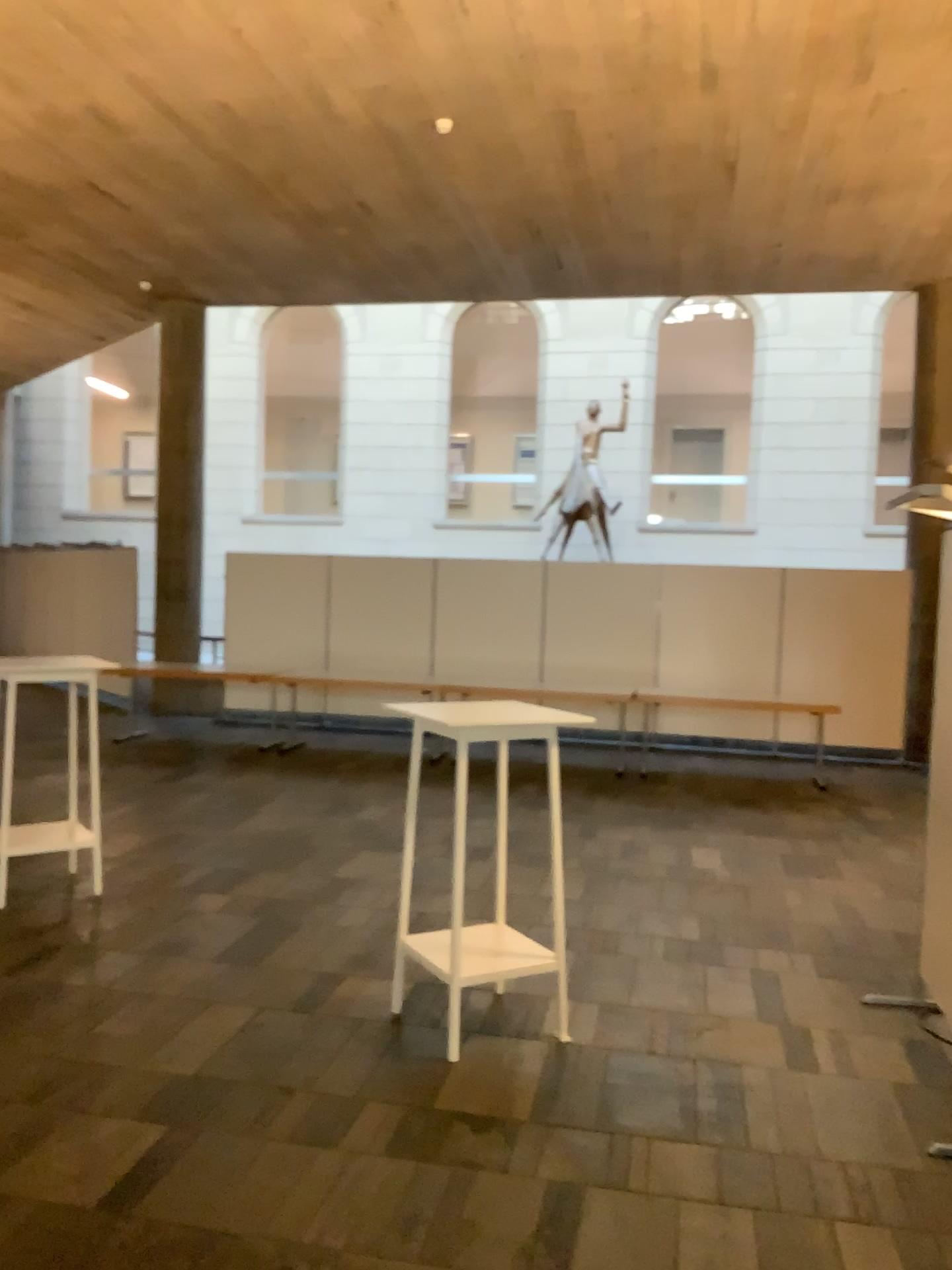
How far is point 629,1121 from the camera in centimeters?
327cm
